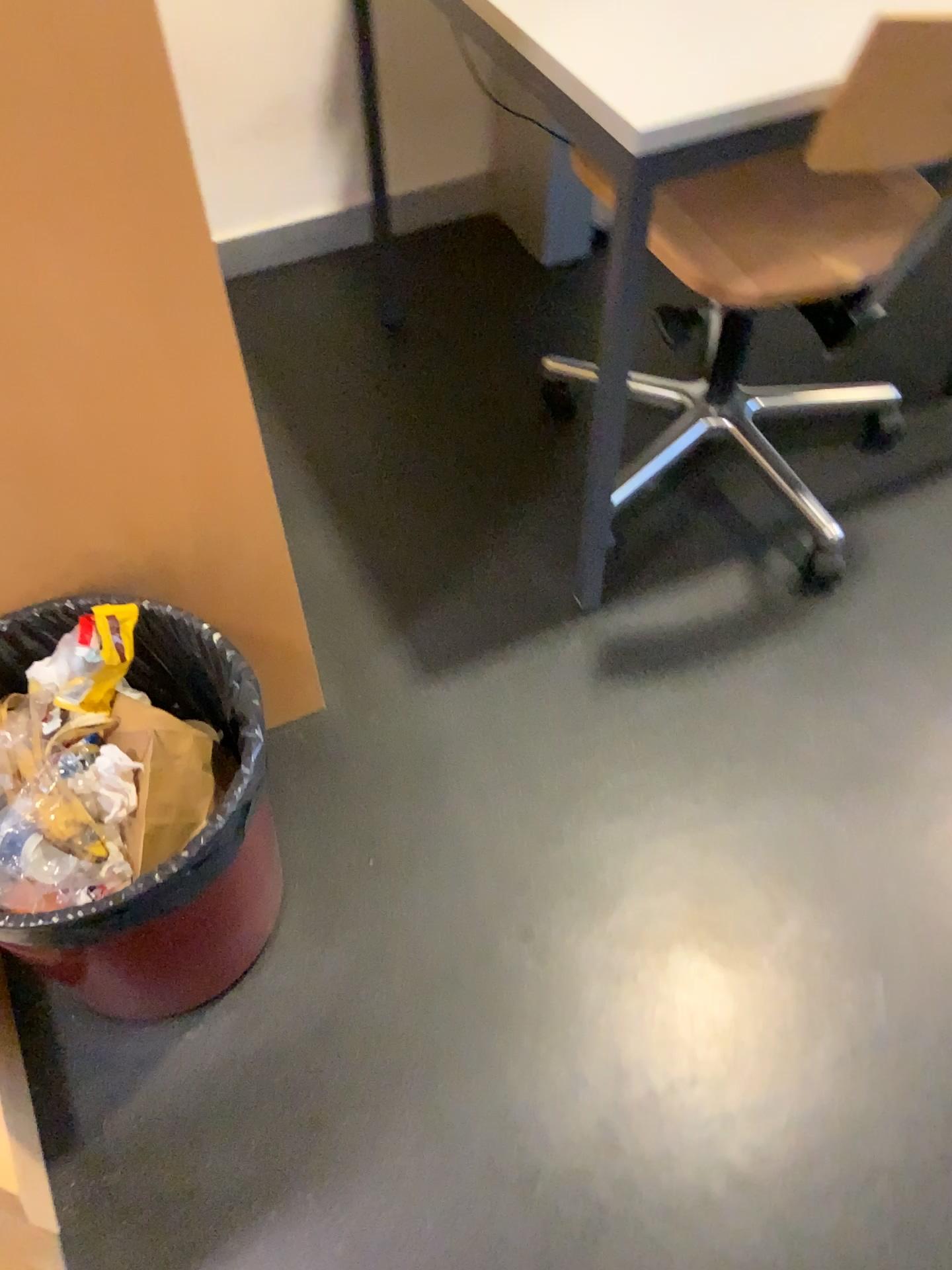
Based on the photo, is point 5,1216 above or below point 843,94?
below

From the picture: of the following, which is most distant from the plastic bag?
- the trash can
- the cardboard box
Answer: the cardboard box

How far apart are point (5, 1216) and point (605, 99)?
1.18m

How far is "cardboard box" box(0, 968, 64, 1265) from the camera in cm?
95

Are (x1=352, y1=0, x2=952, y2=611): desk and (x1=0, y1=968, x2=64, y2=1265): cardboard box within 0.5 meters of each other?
no

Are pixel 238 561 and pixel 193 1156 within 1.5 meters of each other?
yes

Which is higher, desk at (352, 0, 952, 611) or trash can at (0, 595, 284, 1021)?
desk at (352, 0, 952, 611)

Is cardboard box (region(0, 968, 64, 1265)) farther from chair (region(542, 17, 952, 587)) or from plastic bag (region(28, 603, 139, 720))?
chair (region(542, 17, 952, 587))

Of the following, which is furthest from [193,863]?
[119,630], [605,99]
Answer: [605,99]

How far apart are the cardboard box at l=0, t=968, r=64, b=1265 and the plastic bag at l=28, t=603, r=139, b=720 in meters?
0.3 m
